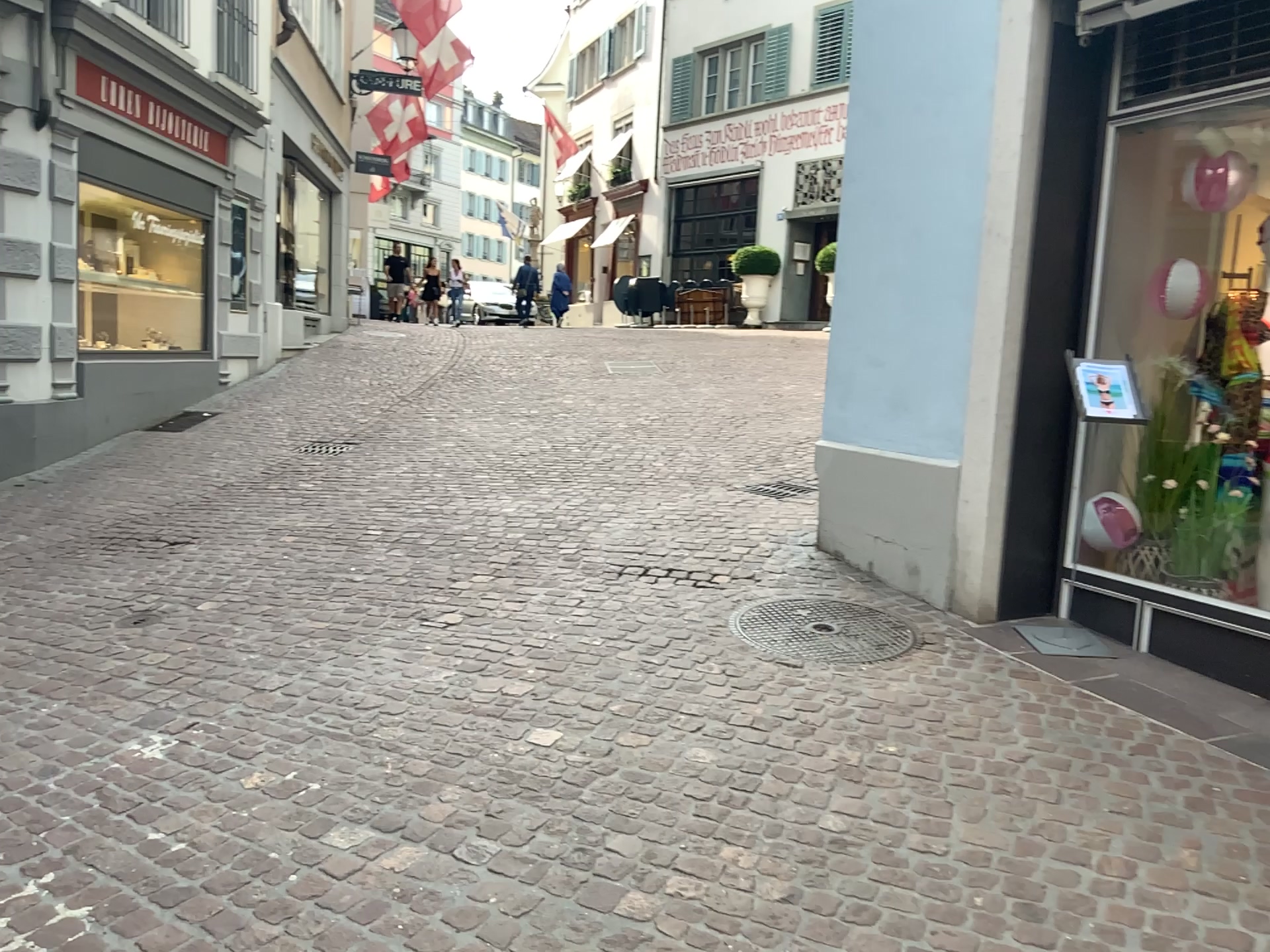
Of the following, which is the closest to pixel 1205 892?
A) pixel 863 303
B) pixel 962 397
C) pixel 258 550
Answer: pixel 962 397
